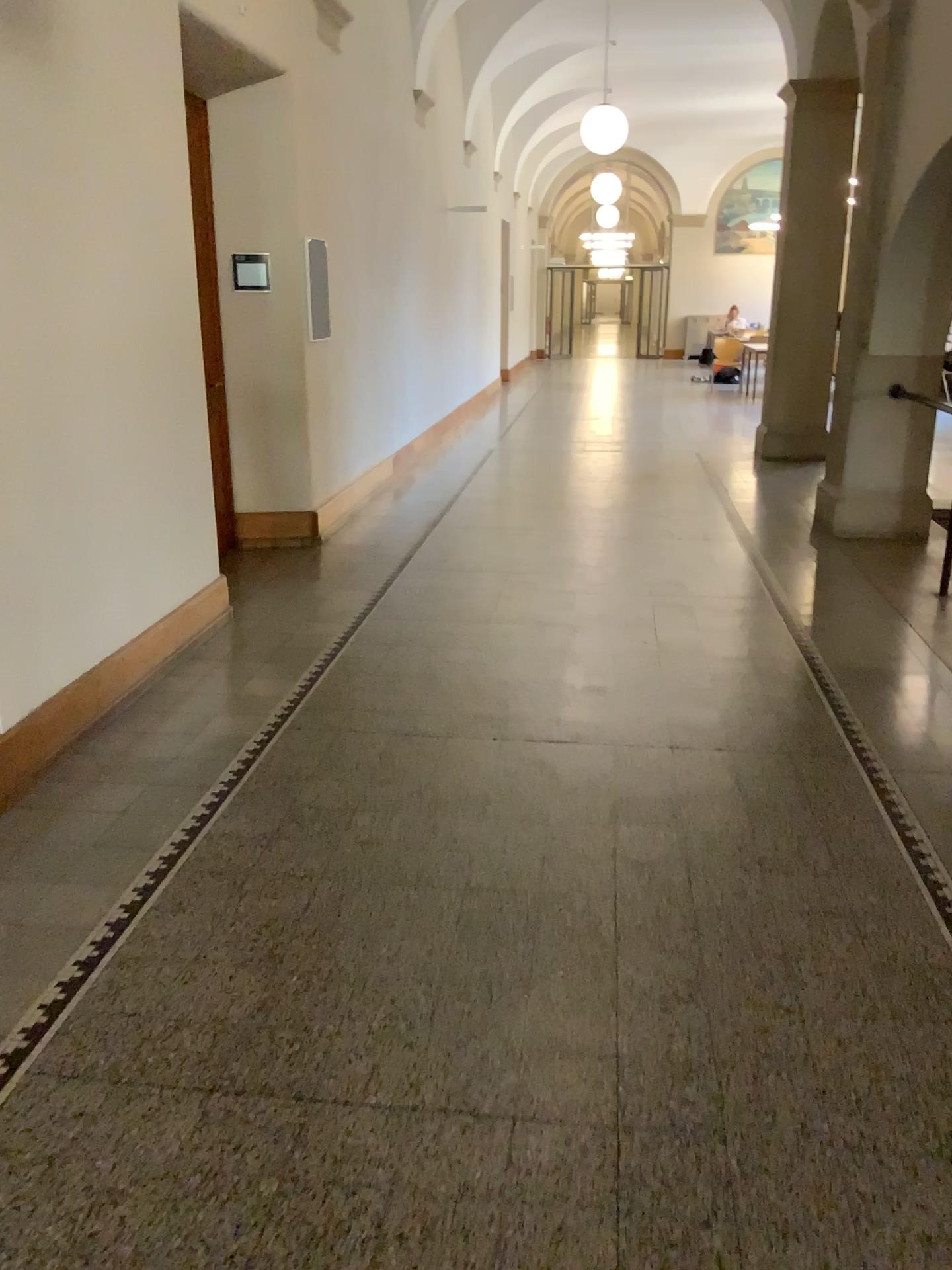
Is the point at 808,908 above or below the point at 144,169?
below
